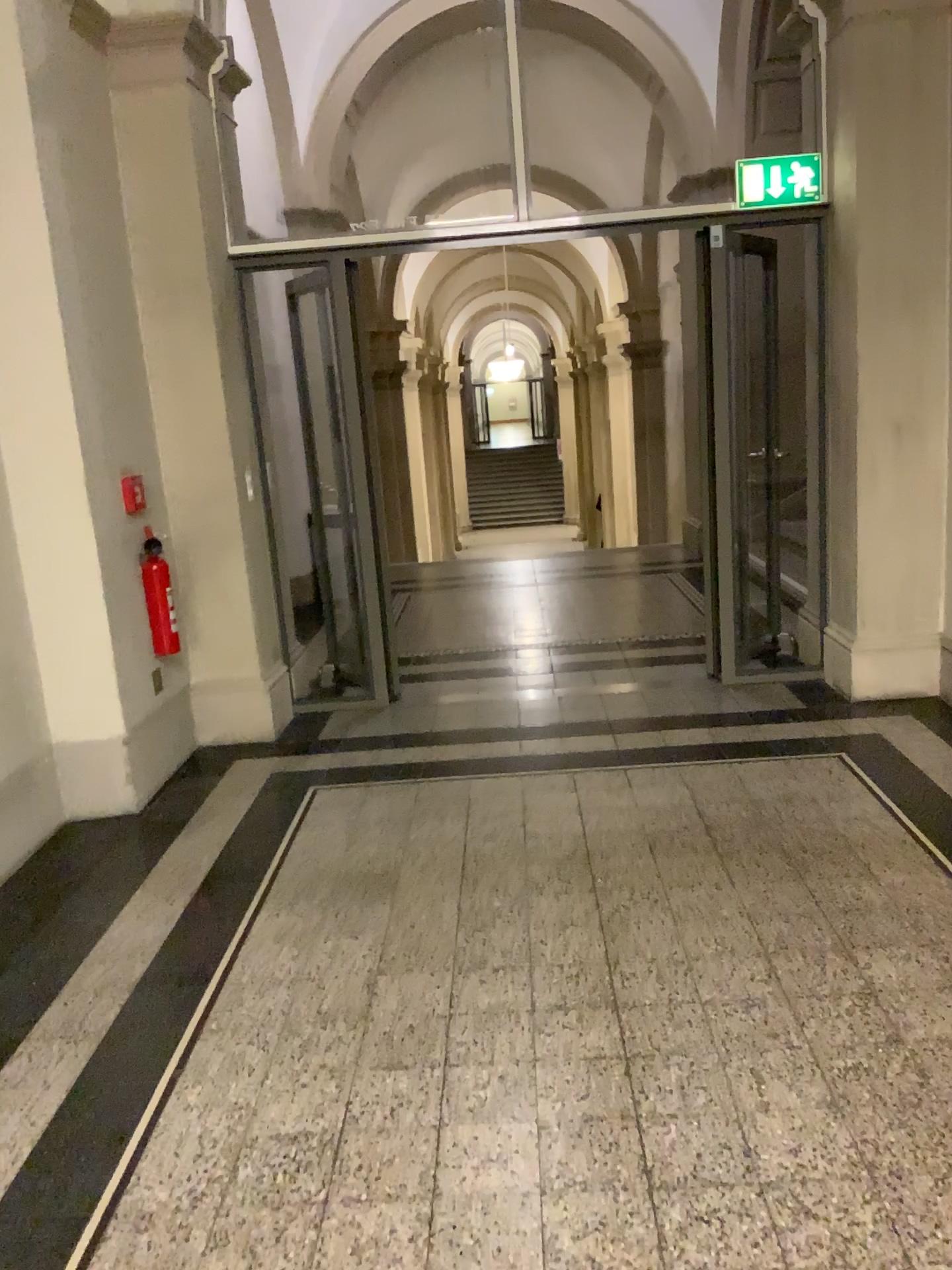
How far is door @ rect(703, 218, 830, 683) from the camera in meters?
4.7 m

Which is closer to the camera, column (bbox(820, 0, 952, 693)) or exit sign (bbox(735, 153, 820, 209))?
column (bbox(820, 0, 952, 693))

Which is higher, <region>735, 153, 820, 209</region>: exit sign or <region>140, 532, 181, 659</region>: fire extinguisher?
<region>735, 153, 820, 209</region>: exit sign

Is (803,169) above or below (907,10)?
below

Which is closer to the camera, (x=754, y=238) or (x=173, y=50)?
(x=173, y=50)

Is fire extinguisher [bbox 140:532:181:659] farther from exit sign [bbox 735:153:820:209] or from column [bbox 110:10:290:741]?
exit sign [bbox 735:153:820:209]

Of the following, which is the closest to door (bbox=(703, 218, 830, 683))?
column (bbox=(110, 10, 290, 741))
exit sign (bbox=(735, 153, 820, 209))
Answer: exit sign (bbox=(735, 153, 820, 209))

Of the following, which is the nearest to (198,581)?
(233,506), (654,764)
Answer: (233,506)

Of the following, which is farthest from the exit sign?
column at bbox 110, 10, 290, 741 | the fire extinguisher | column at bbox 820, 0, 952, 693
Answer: the fire extinguisher

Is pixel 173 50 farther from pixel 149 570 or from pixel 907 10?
pixel 907 10
